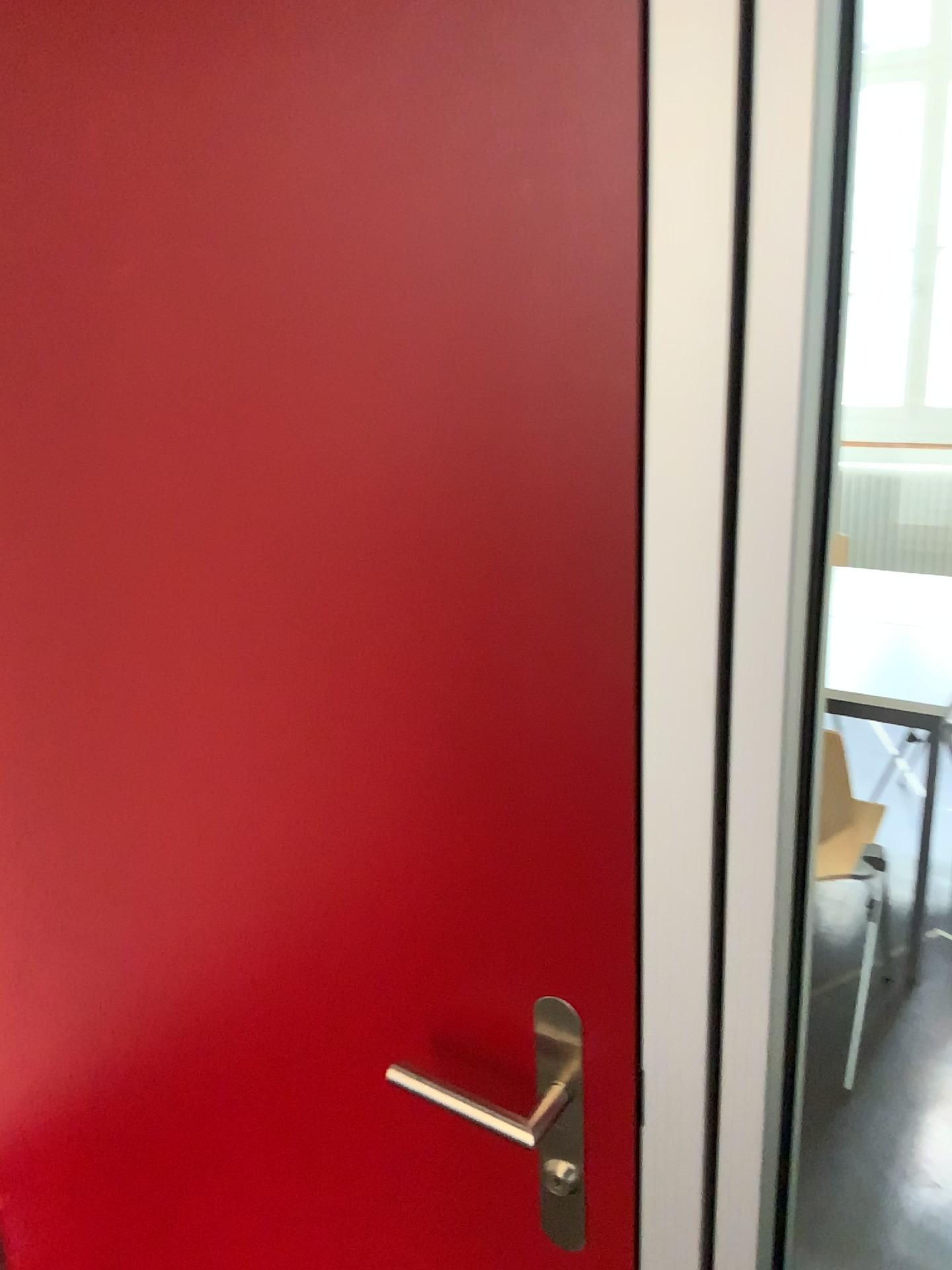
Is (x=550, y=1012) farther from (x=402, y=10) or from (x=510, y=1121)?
(x=402, y=10)

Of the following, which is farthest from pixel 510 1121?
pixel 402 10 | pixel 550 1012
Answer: pixel 402 10

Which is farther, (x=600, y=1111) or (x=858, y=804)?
(x=858, y=804)

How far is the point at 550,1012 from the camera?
0.79m

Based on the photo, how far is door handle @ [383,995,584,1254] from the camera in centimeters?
79cm
